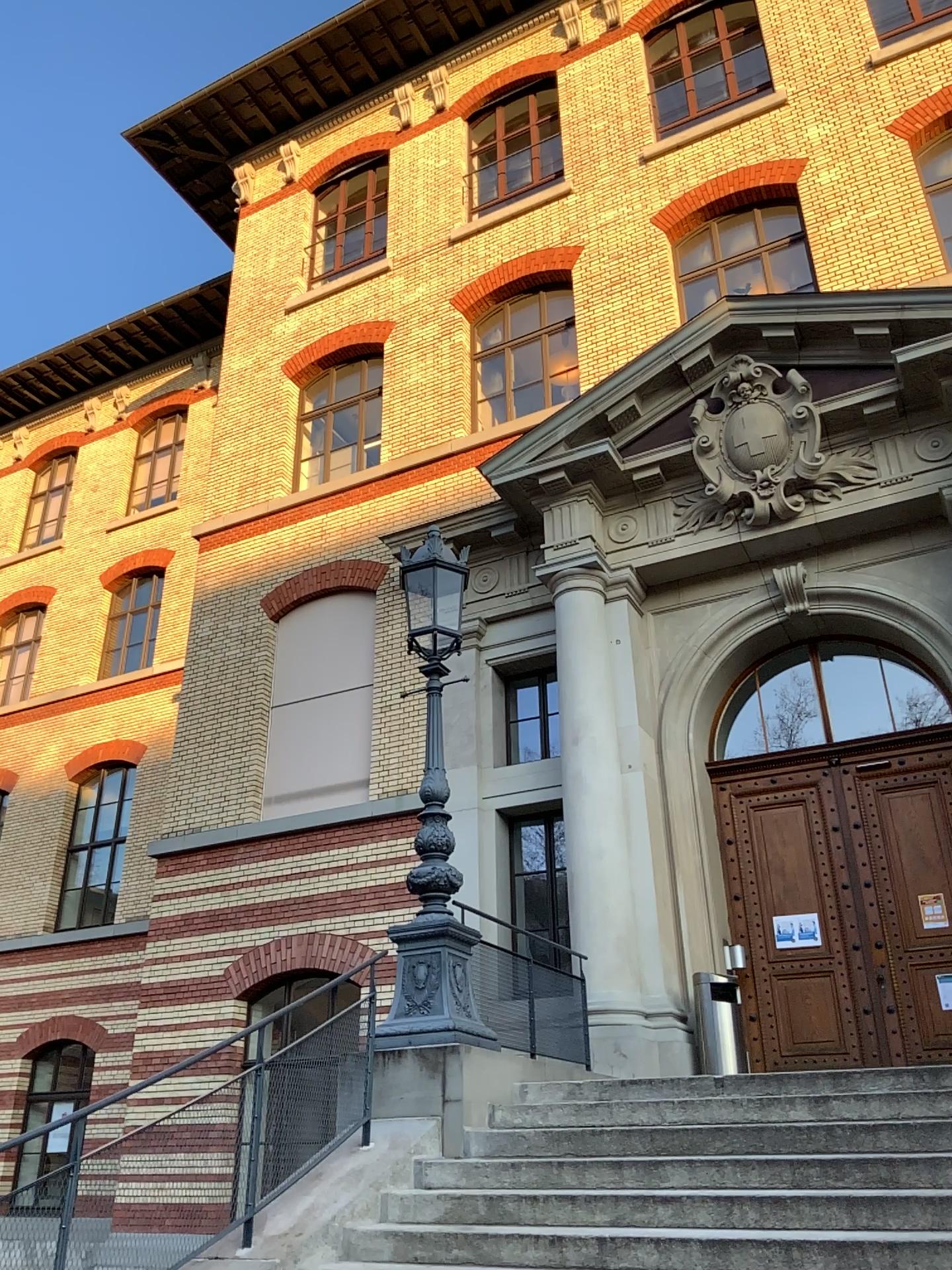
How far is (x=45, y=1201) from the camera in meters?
4.4 m
